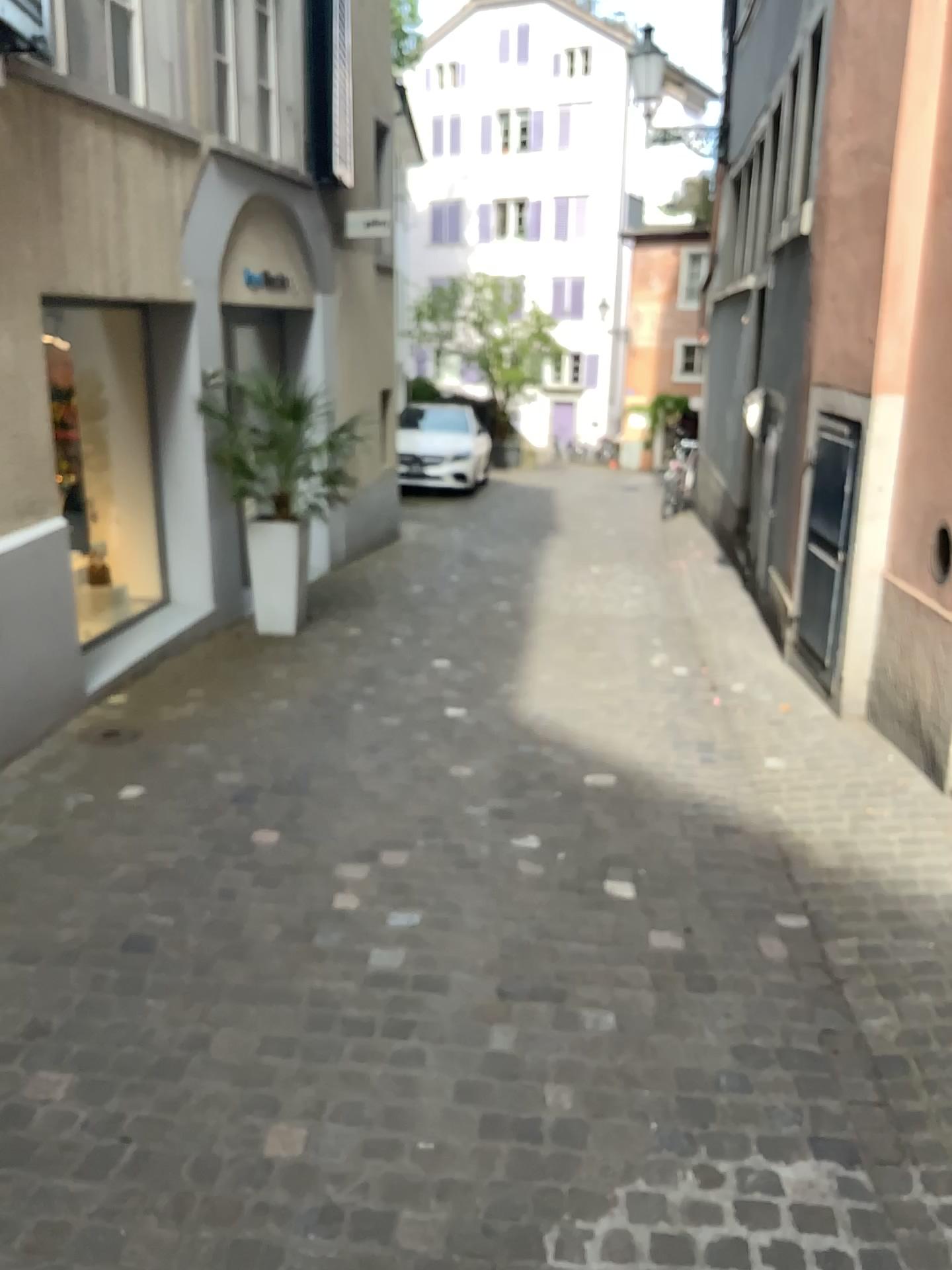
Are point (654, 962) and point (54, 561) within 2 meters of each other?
no
